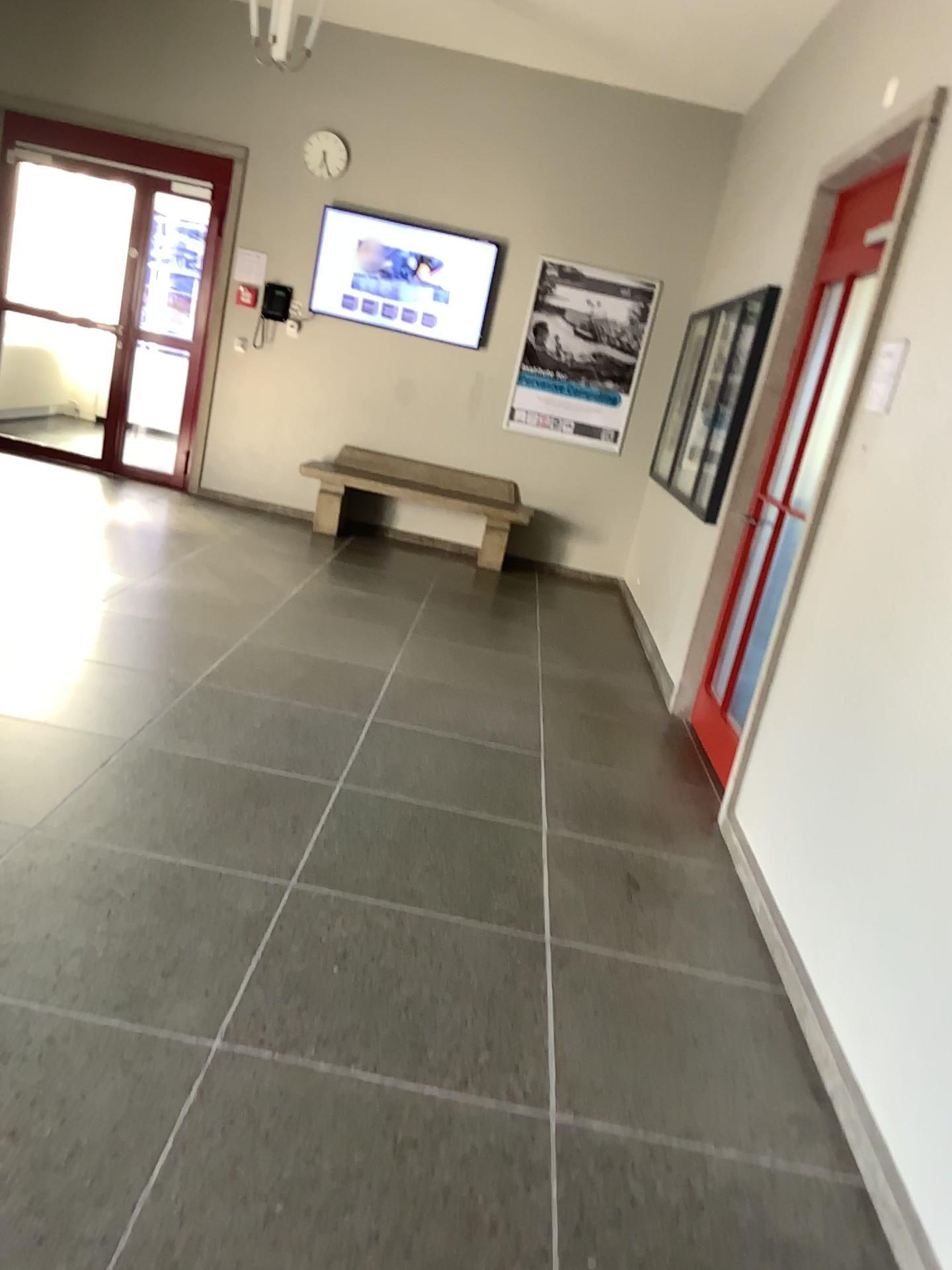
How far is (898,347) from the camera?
3.12m

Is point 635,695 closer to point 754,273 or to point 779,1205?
point 754,273

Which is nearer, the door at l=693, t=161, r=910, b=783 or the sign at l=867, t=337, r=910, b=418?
the sign at l=867, t=337, r=910, b=418

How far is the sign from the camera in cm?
312

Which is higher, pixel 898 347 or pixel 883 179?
pixel 883 179

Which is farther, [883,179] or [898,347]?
[883,179]
